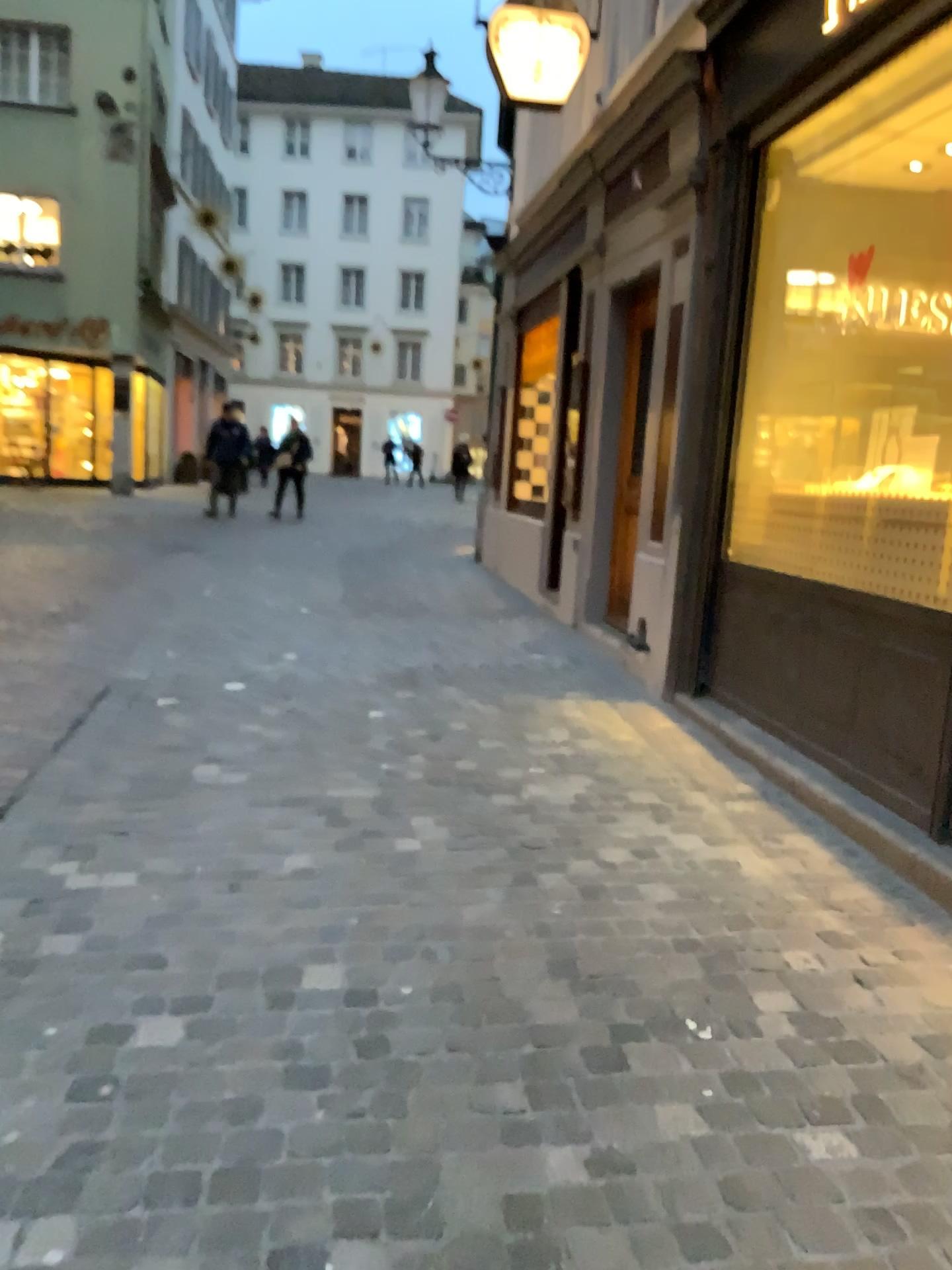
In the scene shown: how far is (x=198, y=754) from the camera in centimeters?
411cm
